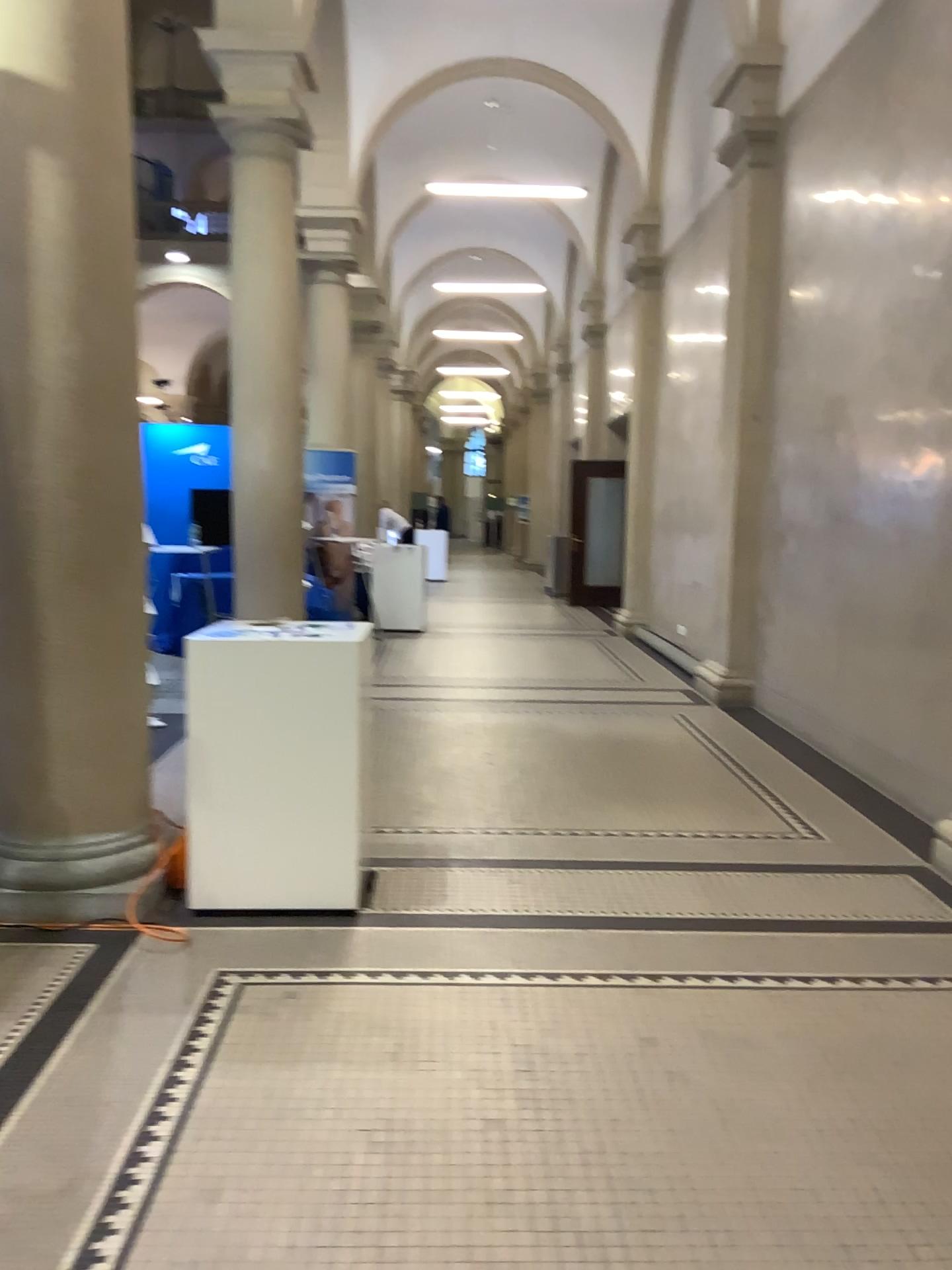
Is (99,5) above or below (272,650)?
above

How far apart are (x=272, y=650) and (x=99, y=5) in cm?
221

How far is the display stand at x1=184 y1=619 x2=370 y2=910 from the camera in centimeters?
367cm

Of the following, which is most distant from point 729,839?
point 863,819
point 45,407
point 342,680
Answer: point 45,407

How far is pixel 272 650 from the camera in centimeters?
367cm

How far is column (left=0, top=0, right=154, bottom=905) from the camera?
3.5m
